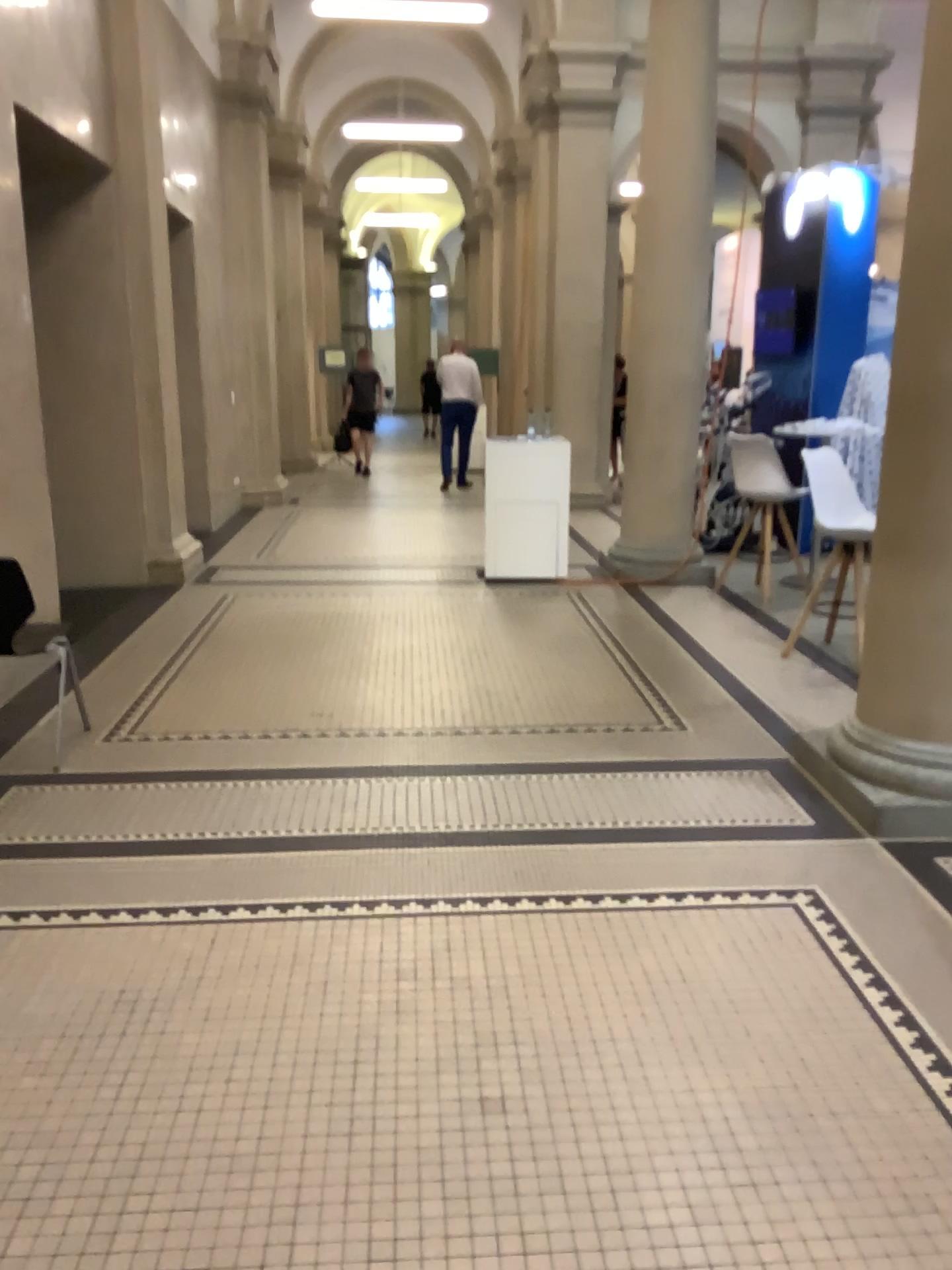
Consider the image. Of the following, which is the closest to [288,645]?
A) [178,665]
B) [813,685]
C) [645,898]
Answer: [178,665]
